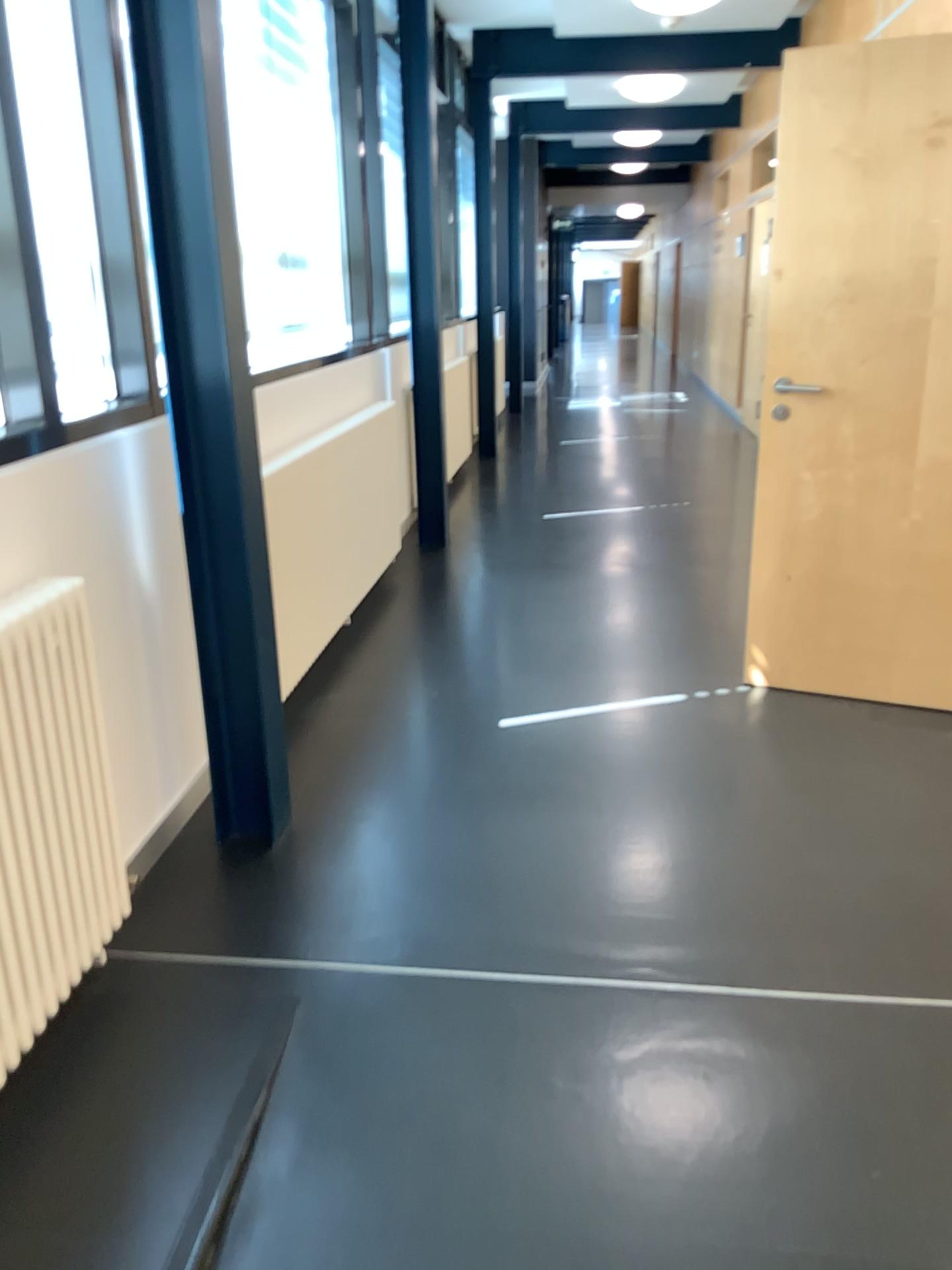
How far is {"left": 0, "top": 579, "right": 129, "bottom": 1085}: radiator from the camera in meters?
1.8

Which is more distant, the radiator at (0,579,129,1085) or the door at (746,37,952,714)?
the door at (746,37,952,714)

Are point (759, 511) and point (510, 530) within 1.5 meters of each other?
no

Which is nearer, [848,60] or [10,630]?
[10,630]

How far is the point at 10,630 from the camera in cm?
176

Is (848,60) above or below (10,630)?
above
